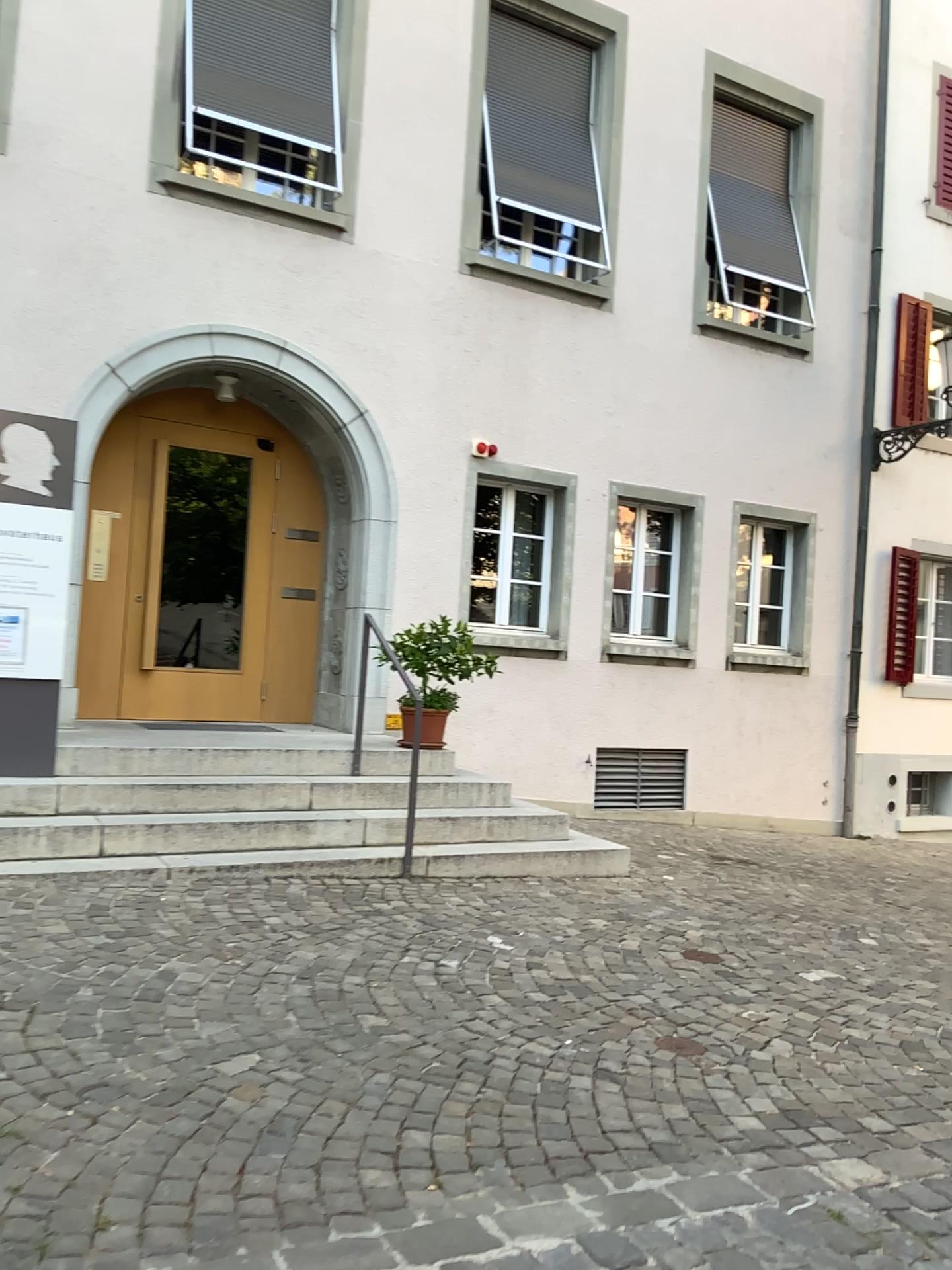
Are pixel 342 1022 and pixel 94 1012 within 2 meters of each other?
yes
